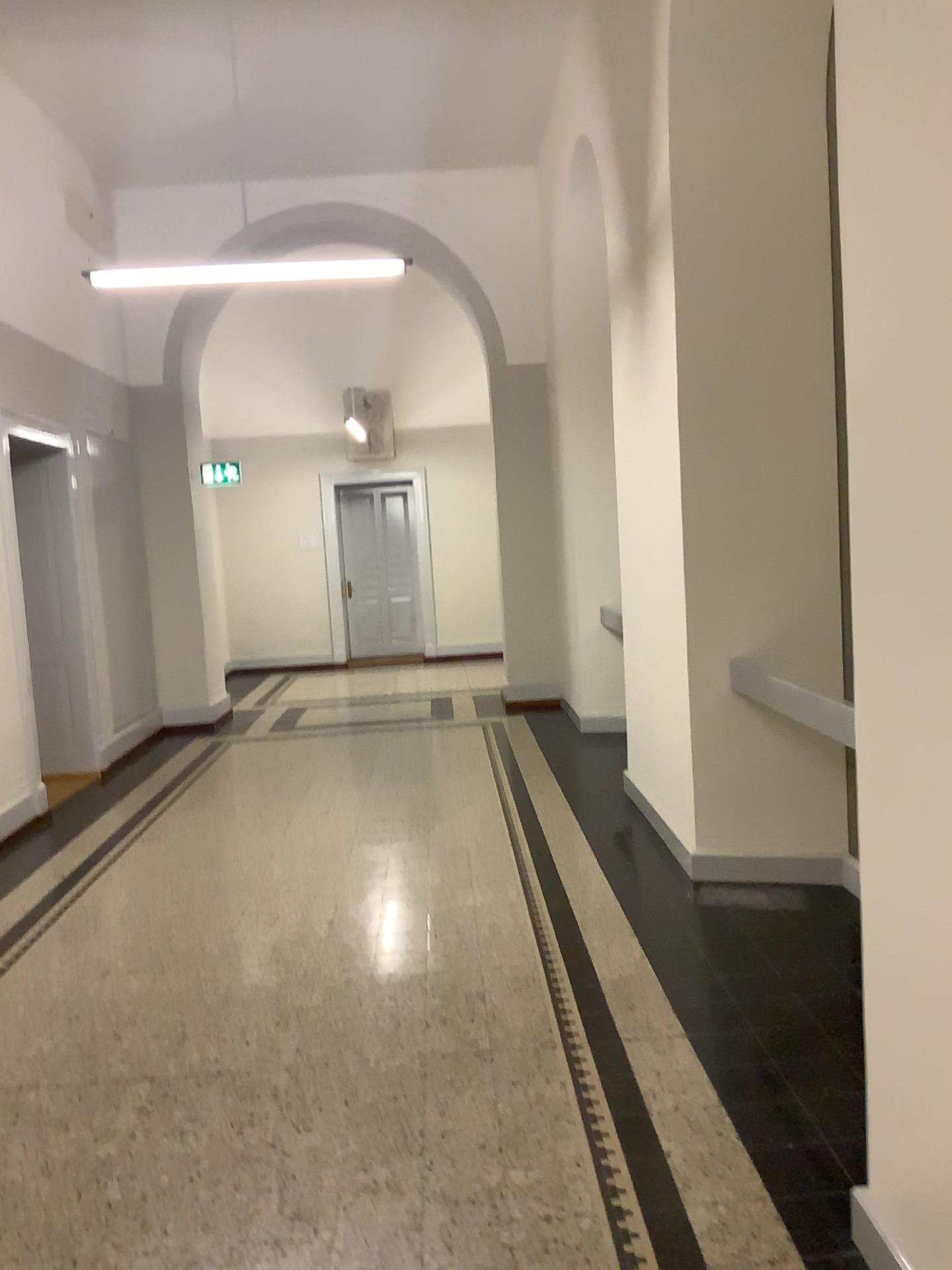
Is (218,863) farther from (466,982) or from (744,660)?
(744,660)

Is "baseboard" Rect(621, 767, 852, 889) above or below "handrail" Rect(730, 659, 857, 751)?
below

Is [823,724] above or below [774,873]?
above
